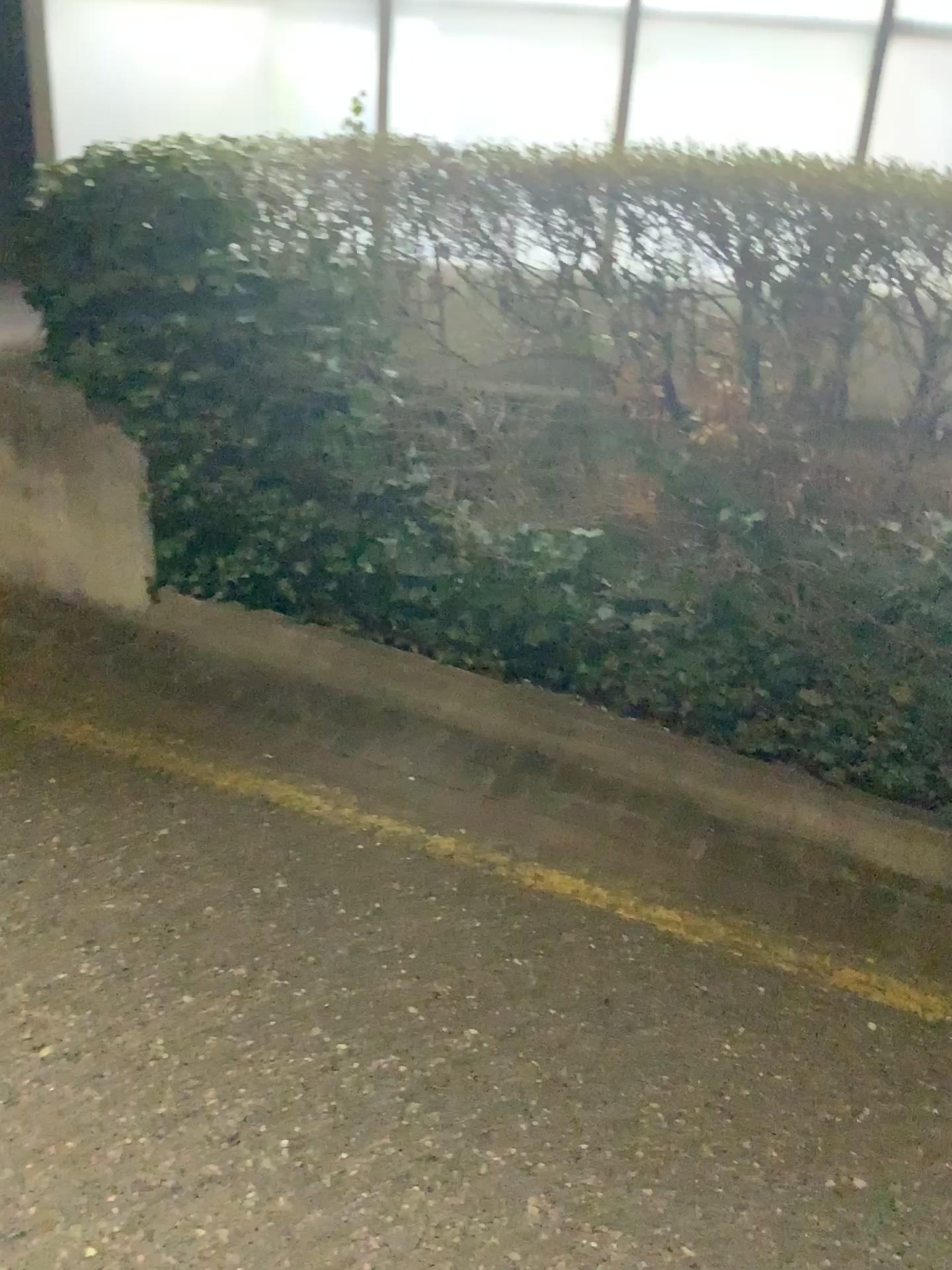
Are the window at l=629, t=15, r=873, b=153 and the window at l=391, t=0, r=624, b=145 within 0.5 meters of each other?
yes

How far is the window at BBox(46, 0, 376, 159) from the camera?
3.26m

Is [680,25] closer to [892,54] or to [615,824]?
[892,54]

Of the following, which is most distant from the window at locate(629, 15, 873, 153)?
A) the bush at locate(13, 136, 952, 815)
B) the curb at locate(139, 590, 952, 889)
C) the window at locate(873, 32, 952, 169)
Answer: the curb at locate(139, 590, 952, 889)

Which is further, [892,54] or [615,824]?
[892,54]

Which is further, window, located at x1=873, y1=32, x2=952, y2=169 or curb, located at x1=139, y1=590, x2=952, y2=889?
window, located at x1=873, y1=32, x2=952, y2=169

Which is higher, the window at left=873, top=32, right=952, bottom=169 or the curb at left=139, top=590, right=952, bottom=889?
the window at left=873, top=32, right=952, bottom=169

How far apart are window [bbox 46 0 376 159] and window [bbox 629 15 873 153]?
0.8 meters

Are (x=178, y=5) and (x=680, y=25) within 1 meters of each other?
no

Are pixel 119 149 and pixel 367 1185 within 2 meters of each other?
no
